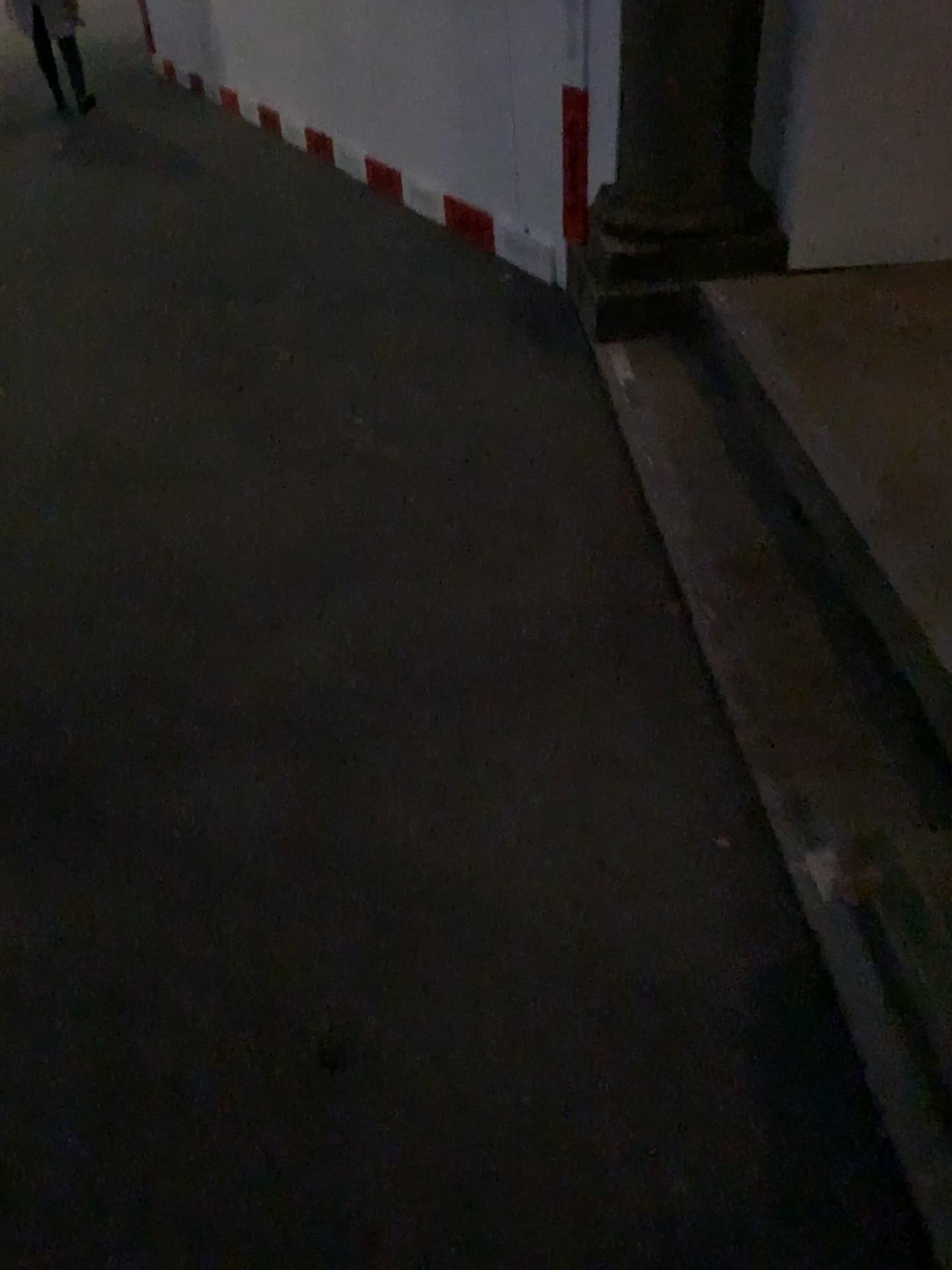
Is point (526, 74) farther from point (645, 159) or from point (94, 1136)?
point (94, 1136)
